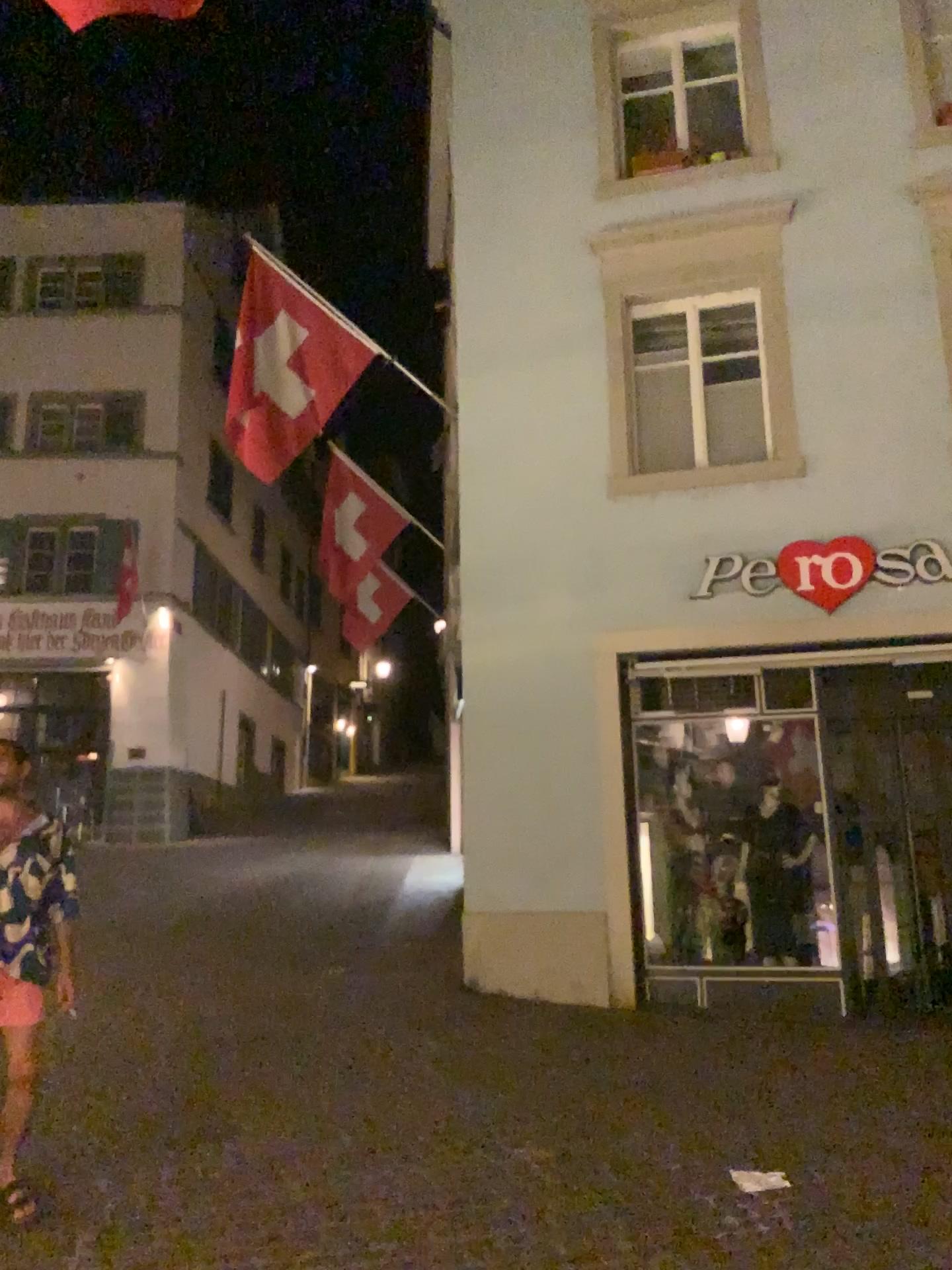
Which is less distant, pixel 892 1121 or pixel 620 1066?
pixel 892 1121
